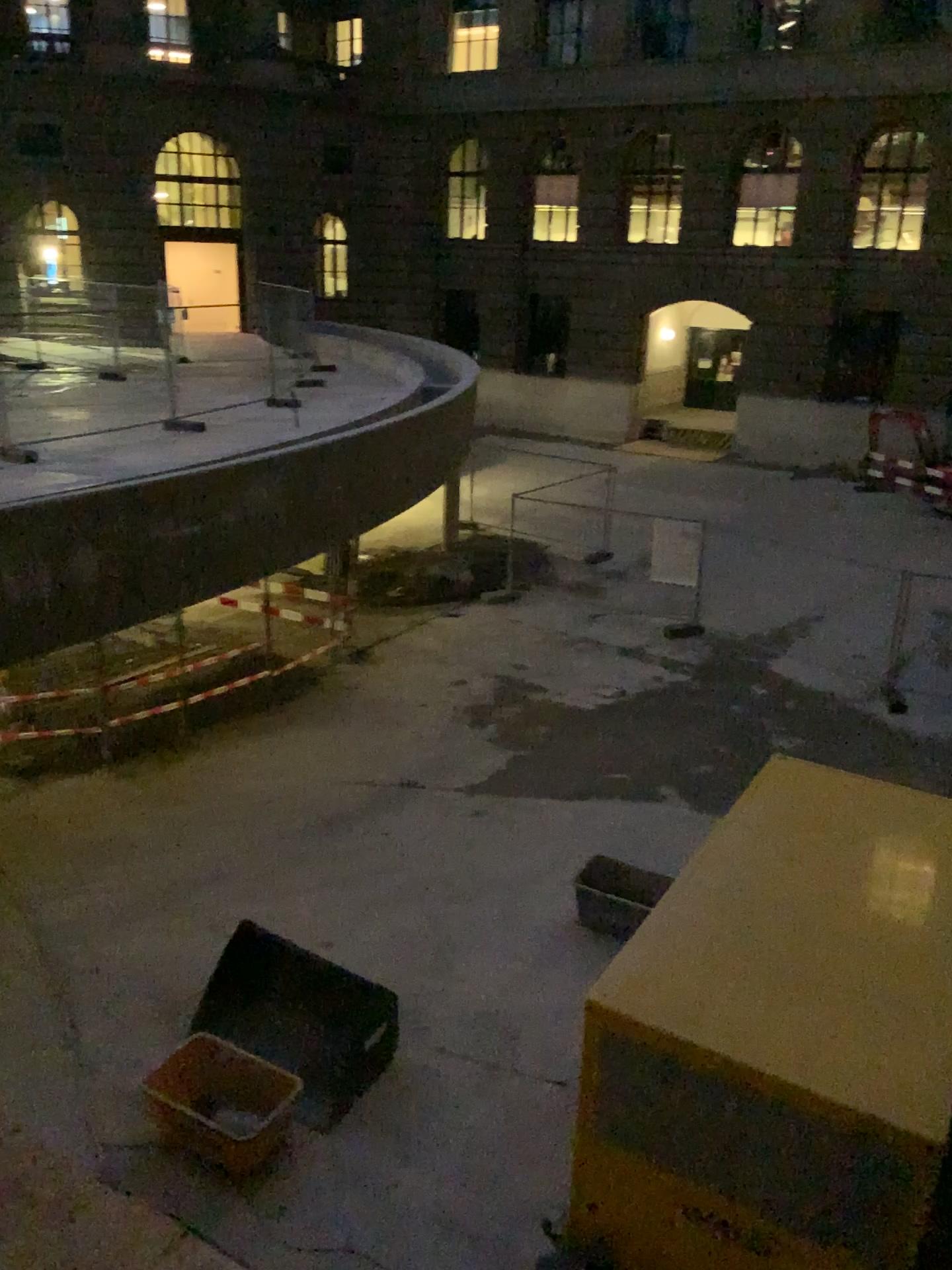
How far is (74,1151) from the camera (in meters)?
0.61
